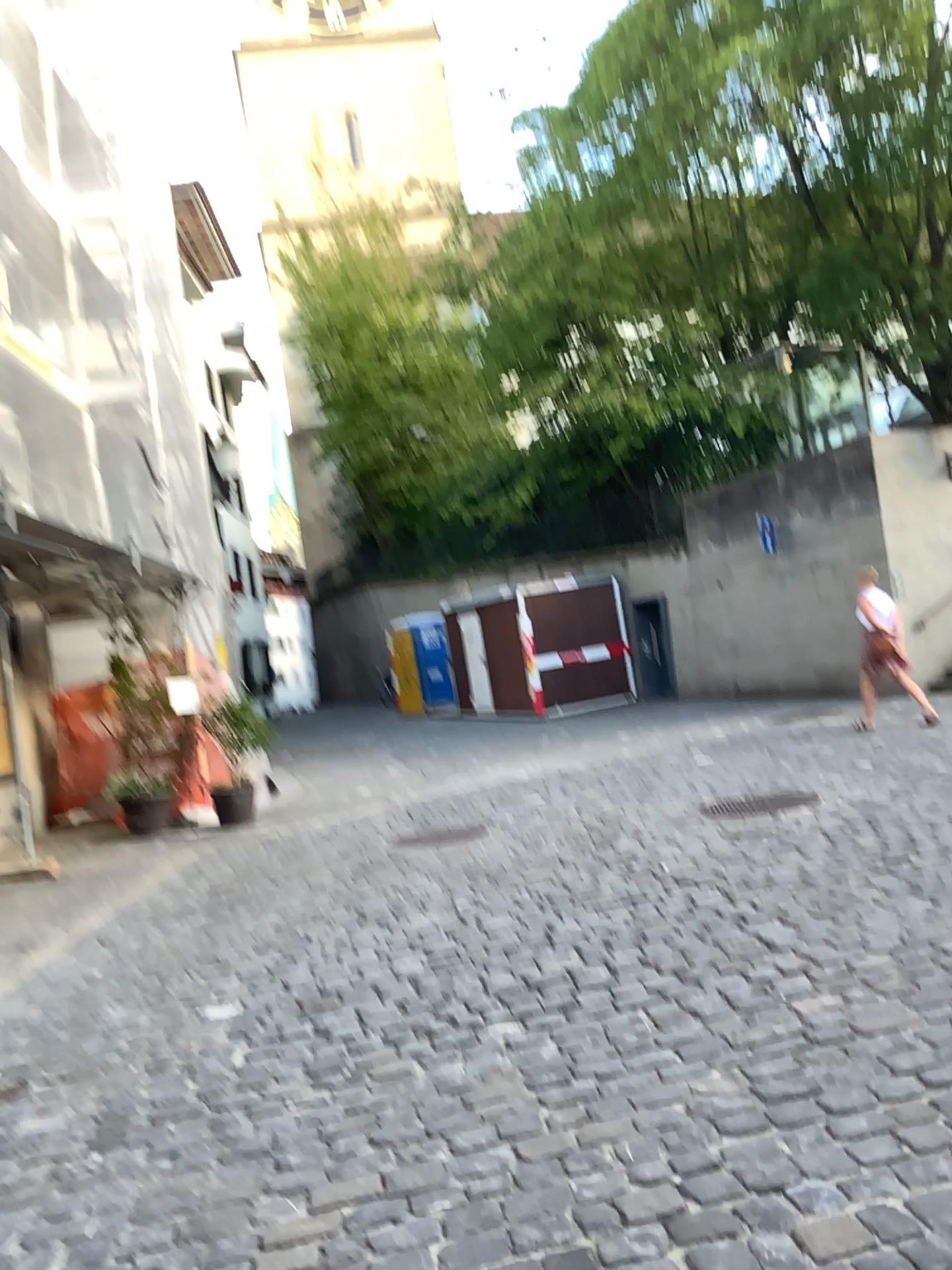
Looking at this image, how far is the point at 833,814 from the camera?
5.8 meters
